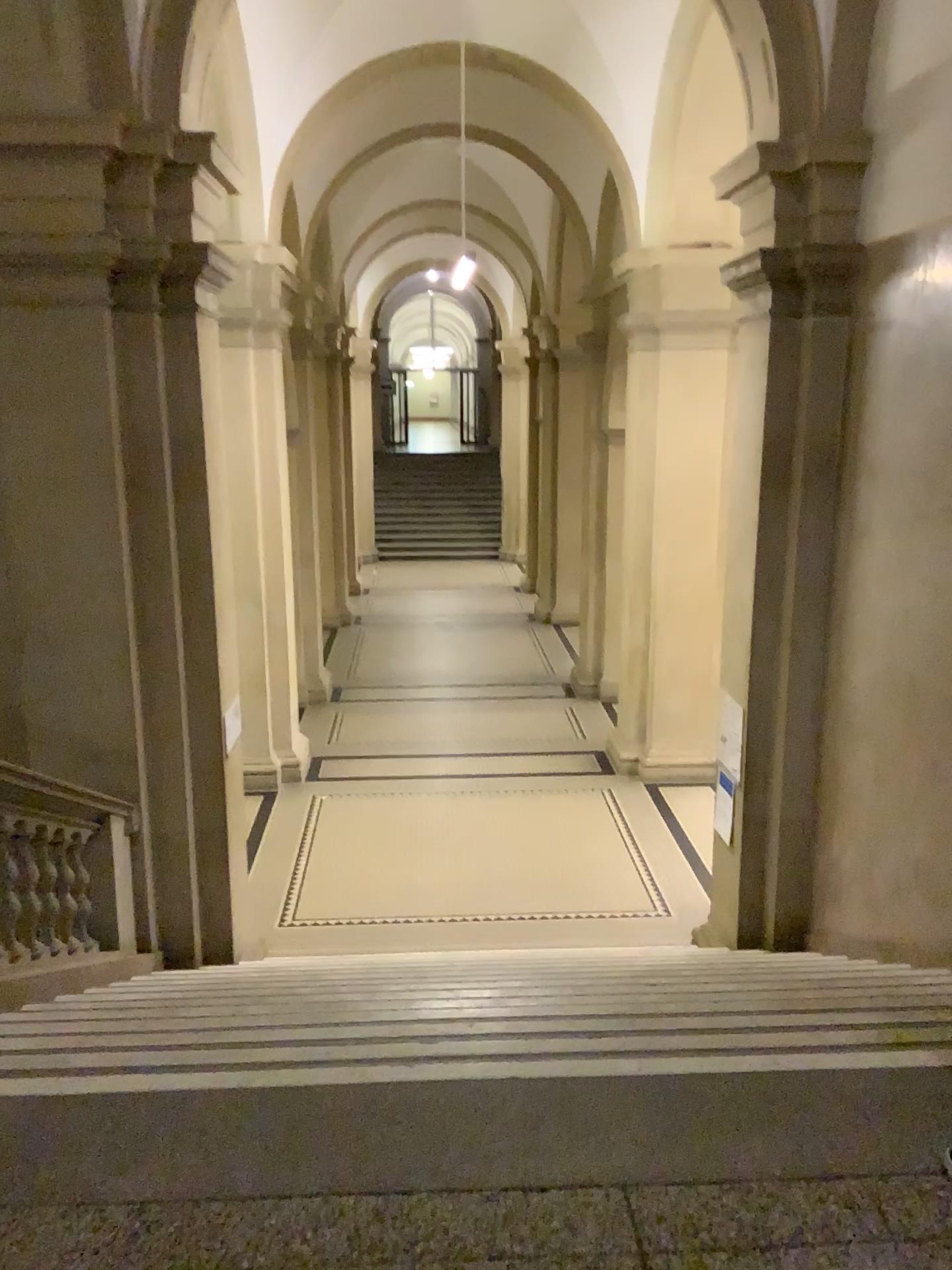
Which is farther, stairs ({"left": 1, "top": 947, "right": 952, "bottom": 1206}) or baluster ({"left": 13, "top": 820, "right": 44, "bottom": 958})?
baluster ({"left": 13, "top": 820, "right": 44, "bottom": 958})

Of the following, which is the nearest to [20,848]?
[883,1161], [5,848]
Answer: [5,848]

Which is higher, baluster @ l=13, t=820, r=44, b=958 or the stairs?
the stairs

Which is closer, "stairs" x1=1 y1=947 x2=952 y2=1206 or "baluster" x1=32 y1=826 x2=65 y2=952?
"stairs" x1=1 y1=947 x2=952 y2=1206

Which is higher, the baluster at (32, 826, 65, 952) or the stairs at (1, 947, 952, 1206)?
the stairs at (1, 947, 952, 1206)

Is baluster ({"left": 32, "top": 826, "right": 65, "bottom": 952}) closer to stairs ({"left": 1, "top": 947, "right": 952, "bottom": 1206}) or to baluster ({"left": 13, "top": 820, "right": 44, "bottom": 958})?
baluster ({"left": 13, "top": 820, "right": 44, "bottom": 958})

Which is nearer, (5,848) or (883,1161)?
(883,1161)

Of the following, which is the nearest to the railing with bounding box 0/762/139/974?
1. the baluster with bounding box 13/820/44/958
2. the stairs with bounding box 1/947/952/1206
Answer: the baluster with bounding box 13/820/44/958

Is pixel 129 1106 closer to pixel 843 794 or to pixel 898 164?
pixel 843 794

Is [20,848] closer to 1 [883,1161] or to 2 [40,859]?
2 [40,859]
